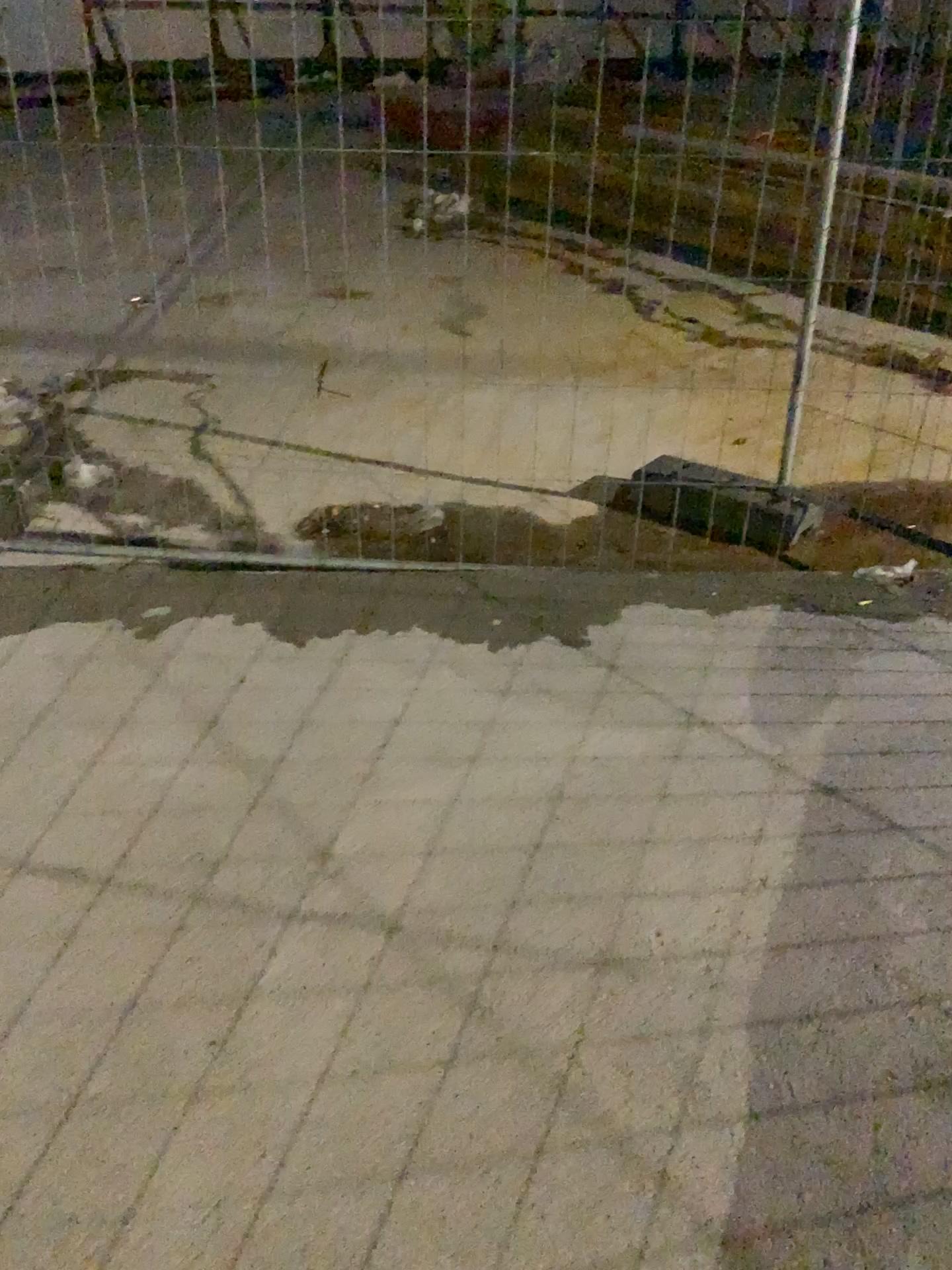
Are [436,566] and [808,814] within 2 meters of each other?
yes
